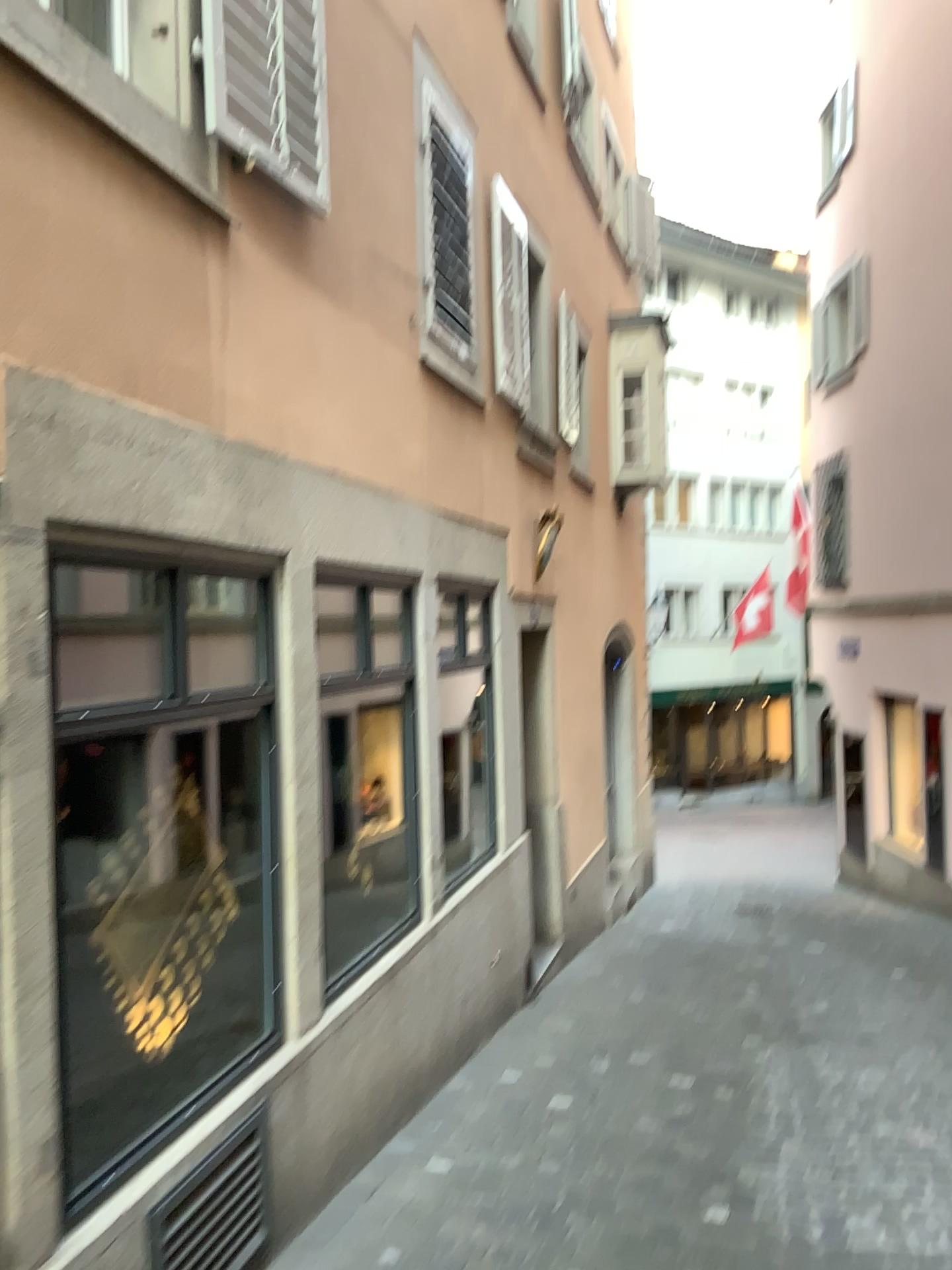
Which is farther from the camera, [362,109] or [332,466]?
[362,109]

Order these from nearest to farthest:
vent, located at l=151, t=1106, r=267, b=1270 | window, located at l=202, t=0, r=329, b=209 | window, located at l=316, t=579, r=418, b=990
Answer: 1. vent, located at l=151, t=1106, r=267, b=1270
2. window, located at l=202, t=0, r=329, b=209
3. window, located at l=316, t=579, r=418, b=990

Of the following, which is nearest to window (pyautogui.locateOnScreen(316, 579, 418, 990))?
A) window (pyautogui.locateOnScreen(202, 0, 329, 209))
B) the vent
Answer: the vent

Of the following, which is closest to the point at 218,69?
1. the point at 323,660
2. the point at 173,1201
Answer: the point at 323,660

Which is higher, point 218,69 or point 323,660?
point 218,69

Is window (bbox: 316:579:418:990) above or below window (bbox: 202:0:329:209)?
below

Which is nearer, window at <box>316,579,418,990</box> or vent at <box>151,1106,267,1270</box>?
vent at <box>151,1106,267,1270</box>

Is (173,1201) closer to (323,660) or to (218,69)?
(323,660)

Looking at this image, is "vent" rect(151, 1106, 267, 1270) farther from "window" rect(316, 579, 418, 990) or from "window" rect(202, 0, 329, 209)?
"window" rect(202, 0, 329, 209)

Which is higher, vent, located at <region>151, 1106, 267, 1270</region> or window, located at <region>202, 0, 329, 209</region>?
window, located at <region>202, 0, 329, 209</region>
